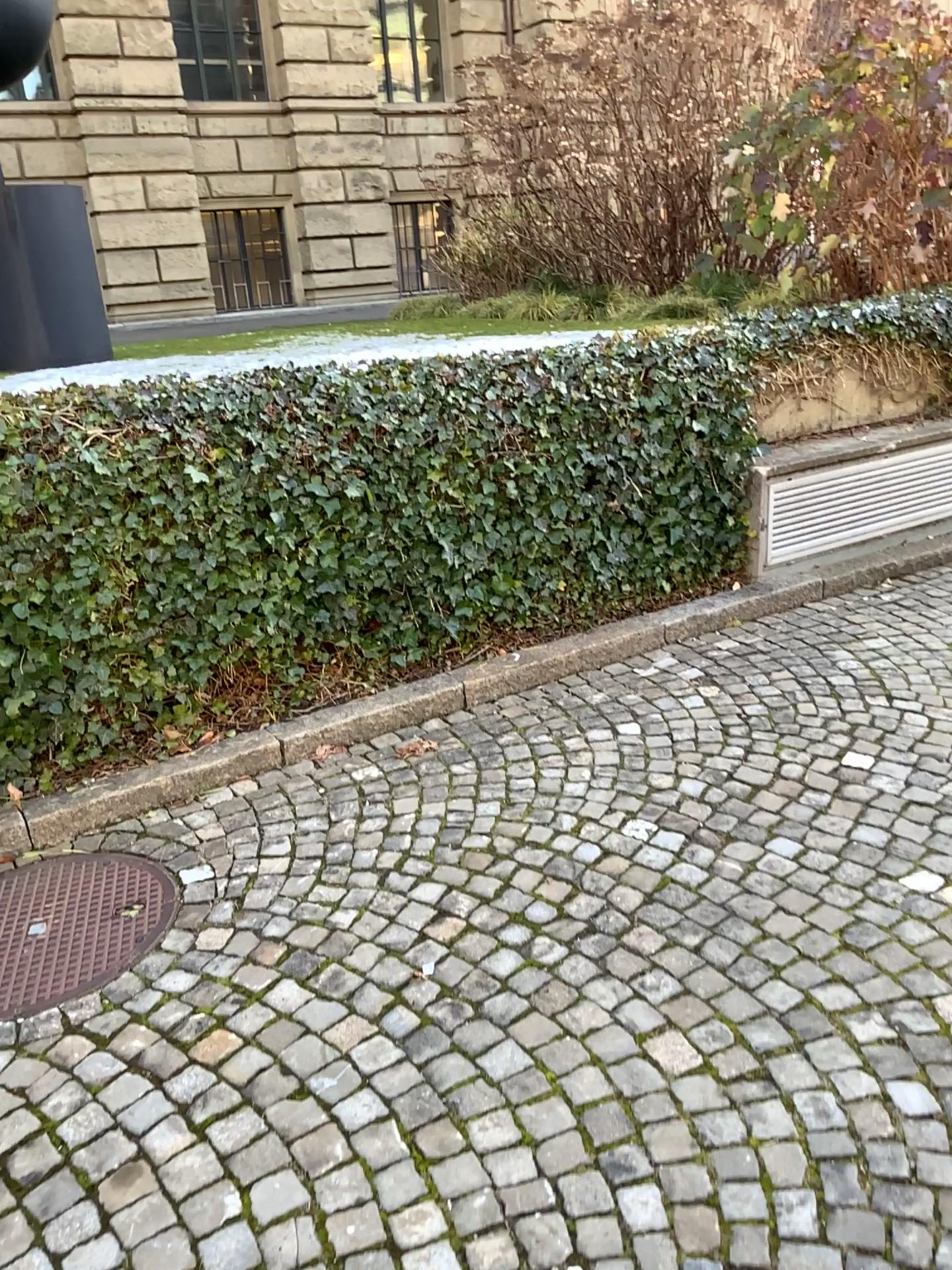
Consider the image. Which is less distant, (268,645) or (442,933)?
(442,933)
